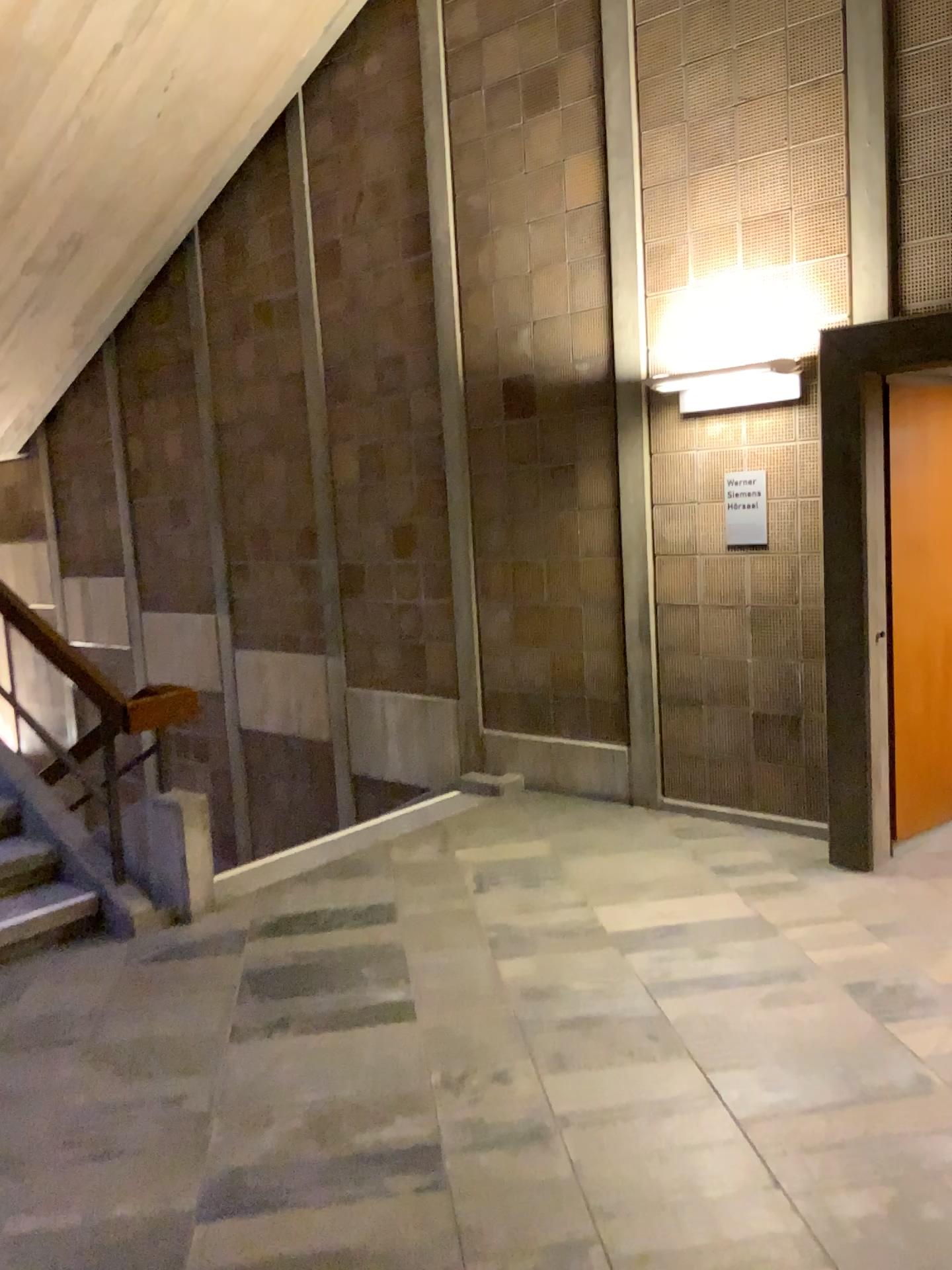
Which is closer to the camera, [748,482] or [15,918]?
[15,918]

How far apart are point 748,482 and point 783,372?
0.52m

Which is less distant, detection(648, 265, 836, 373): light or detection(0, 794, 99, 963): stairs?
detection(0, 794, 99, 963): stairs

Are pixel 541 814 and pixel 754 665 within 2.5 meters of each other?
yes

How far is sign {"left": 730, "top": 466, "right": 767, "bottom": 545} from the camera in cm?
496

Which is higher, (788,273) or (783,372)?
(788,273)

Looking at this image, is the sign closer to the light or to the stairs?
the light

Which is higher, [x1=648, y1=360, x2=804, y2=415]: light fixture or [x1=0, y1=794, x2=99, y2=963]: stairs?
[x1=648, y1=360, x2=804, y2=415]: light fixture

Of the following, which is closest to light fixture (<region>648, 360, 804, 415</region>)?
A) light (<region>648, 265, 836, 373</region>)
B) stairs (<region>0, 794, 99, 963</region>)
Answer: light (<region>648, 265, 836, 373</region>)

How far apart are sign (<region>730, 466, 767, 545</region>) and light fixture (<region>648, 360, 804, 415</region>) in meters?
0.4 m
